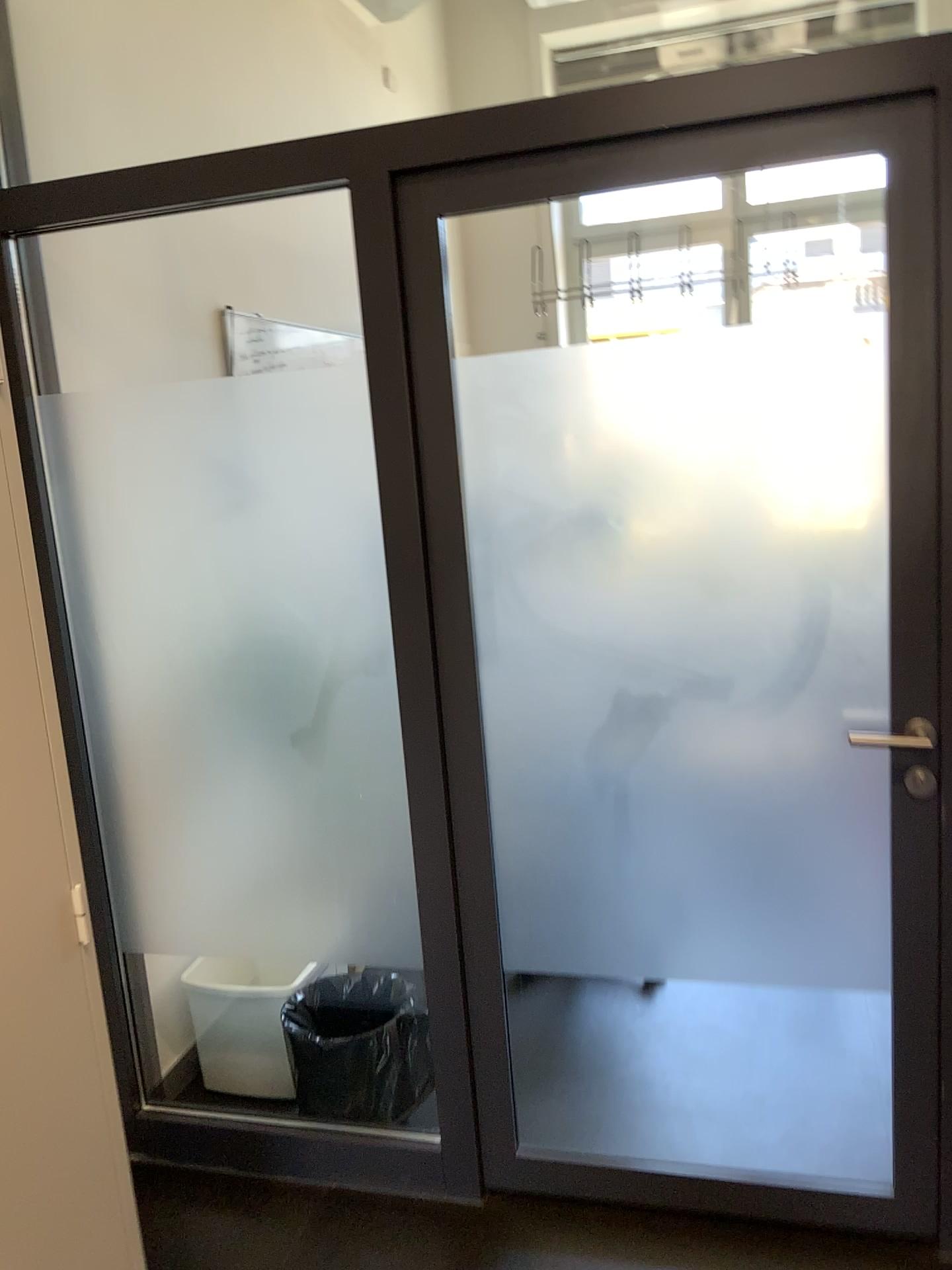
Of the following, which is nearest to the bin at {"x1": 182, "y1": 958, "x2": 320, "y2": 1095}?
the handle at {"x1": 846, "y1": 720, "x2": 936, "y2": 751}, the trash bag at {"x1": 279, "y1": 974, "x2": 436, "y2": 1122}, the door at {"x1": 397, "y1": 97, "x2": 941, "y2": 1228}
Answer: the trash bag at {"x1": 279, "y1": 974, "x2": 436, "y2": 1122}

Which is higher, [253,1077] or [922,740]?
[922,740]

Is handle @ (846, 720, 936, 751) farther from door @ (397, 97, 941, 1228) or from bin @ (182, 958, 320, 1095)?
bin @ (182, 958, 320, 1095)

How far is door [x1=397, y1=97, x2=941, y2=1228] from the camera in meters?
1.8

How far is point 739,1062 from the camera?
2.6m

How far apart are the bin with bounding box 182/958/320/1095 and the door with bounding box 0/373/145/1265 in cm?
94

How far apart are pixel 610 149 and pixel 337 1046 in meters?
1.9 m

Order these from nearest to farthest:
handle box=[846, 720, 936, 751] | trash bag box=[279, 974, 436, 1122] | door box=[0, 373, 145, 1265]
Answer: door box=[0, 373, 145, 1265] < handle box=[846, 720, 936, 751] < trash bag box=[279, 974, 436, 1122]

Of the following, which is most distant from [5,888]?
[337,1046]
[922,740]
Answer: [922,740]

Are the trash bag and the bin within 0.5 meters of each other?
yes
